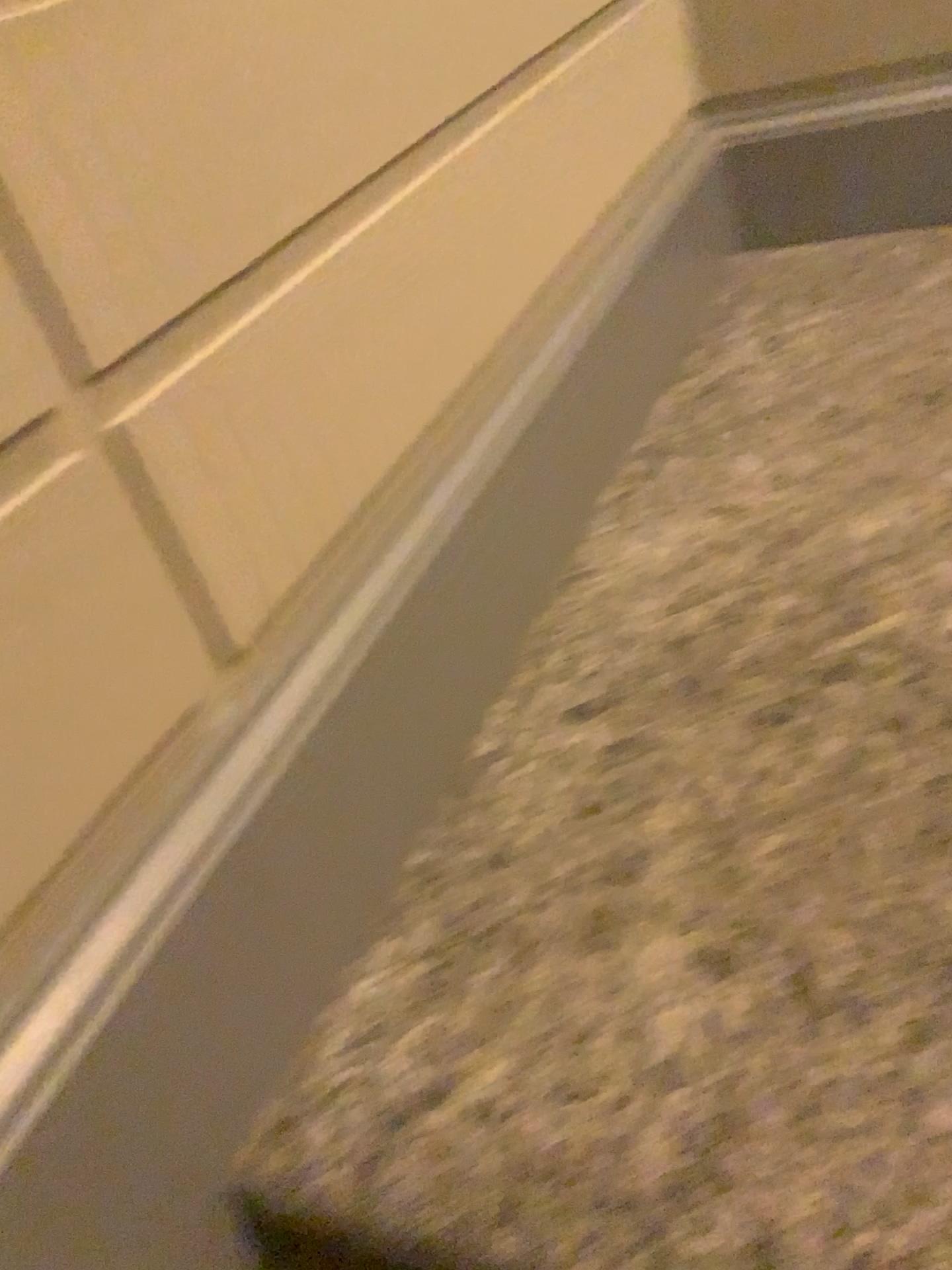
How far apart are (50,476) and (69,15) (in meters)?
0.36

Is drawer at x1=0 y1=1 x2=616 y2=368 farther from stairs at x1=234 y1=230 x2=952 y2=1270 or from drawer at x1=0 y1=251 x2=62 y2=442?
stairs at x1=234 y1=230 x2=952 y2=1270

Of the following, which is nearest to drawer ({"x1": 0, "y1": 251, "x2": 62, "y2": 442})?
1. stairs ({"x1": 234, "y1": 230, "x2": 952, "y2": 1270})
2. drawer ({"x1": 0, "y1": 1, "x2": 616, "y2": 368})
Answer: drawer ({"x1": 0, "y1": 1, "x2": 616, "y2": 368})

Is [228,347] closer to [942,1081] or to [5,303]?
[5,303]

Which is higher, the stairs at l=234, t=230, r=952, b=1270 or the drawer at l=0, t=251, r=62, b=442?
the drawer at l=0, t=251, r=62, b=442

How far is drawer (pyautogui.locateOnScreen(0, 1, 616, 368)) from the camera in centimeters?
83cm

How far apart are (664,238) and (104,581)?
1.5m

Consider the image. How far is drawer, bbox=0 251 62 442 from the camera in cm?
86

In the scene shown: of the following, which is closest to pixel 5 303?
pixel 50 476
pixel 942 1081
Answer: pixel 50 476
